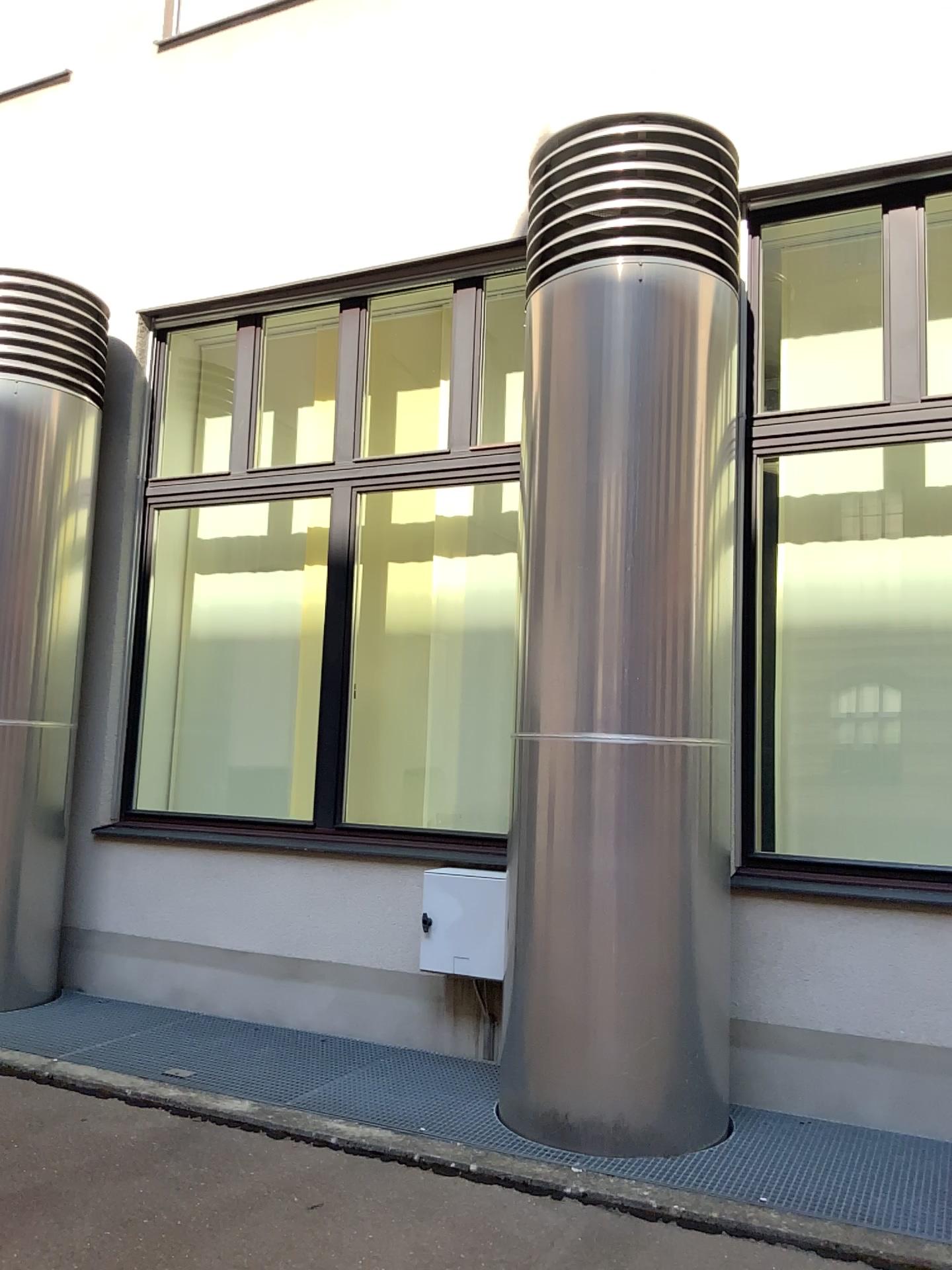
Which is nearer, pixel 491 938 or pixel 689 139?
pixel 689 139

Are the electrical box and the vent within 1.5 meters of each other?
no

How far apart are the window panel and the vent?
1.58m

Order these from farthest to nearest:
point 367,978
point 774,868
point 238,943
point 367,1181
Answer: point 238,943 → point 367,978 → point 774,868 → point 367,1181

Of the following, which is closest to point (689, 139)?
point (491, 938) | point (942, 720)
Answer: point (942, 720)

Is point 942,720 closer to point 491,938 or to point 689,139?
point 491,938

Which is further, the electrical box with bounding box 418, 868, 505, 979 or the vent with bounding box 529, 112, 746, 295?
the electrical box with bounding box 418, 868, 505, 979

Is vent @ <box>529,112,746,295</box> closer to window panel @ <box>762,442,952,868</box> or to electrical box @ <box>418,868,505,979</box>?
window panel @ <box>762,442,952,868</box>

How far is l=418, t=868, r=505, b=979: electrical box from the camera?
4.3m

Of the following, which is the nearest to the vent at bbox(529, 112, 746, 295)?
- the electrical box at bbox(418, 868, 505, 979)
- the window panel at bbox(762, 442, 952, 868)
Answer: the window panel at bbox(762, 442, 952, 868)
